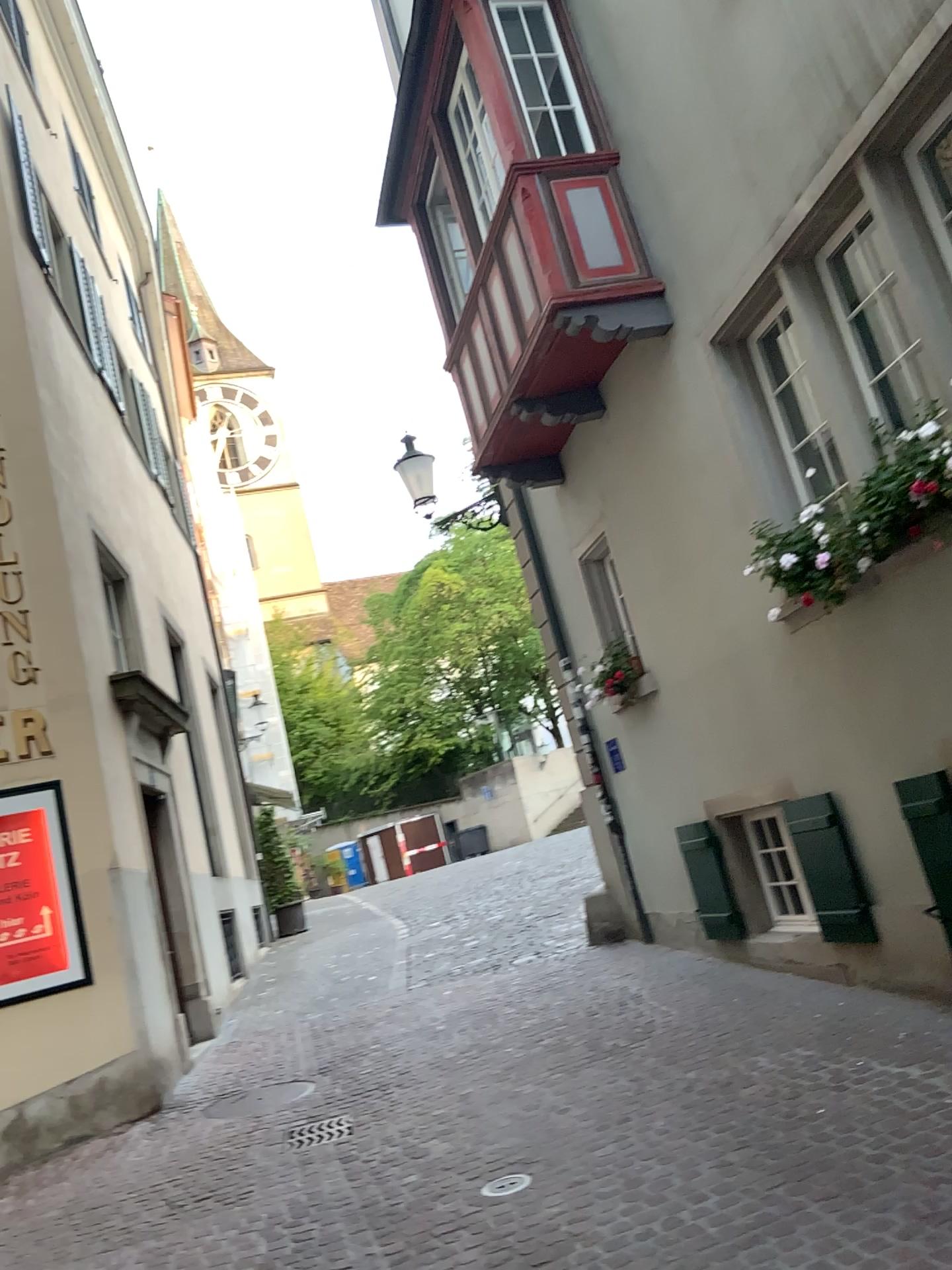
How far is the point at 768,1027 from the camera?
5.4 meters
